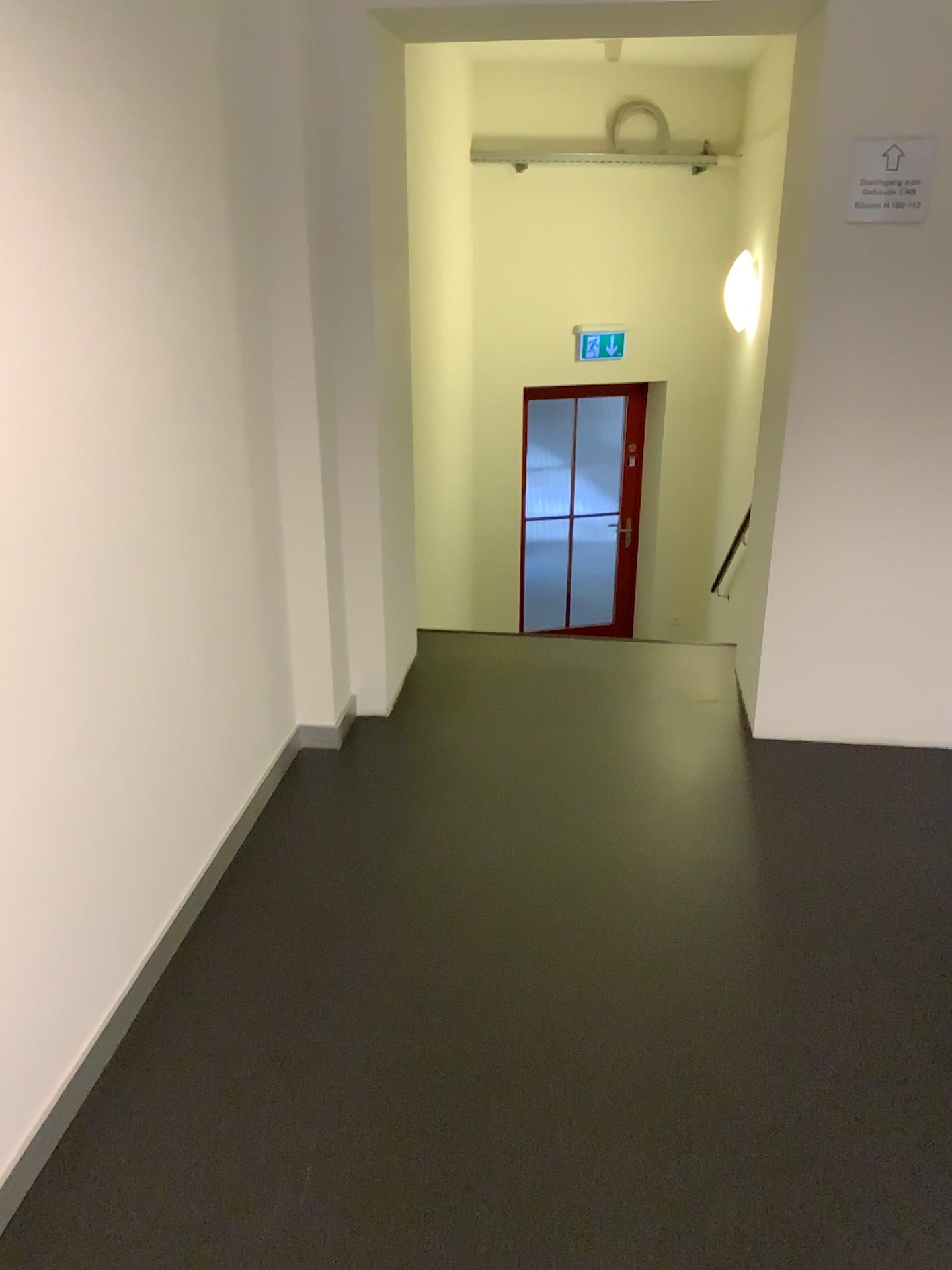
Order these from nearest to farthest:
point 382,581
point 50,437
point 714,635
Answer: point 50,437 < point 382,581 < point 714,635

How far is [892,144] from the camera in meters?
2.9 m

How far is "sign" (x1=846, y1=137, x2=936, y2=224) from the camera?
2.9 meters
